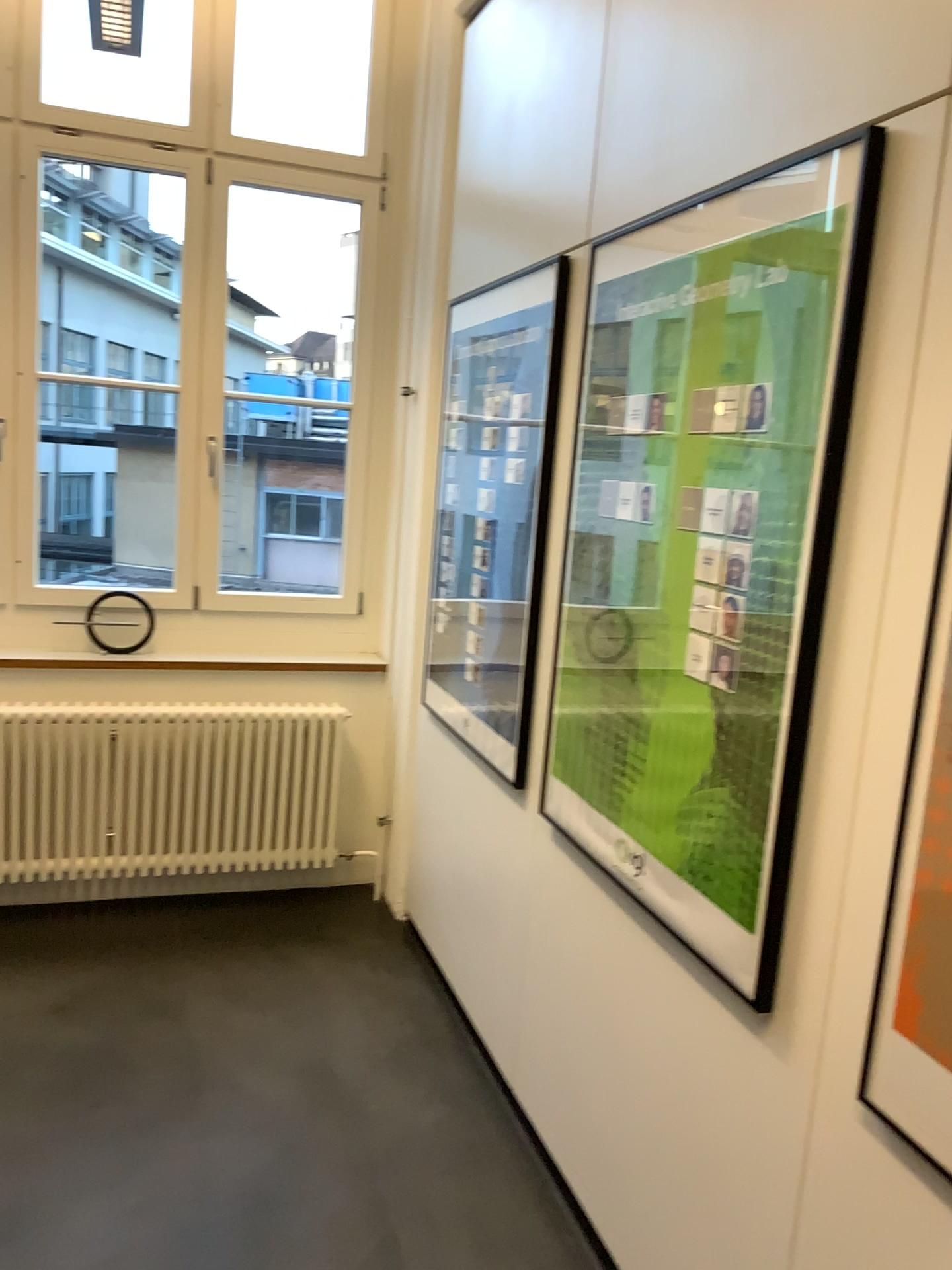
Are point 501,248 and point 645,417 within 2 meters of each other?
yes

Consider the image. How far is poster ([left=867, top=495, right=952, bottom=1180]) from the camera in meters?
1.3

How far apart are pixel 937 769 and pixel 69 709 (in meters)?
2.96

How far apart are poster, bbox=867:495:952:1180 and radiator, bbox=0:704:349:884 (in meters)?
2.61

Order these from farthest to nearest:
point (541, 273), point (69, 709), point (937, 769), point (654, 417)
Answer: point (69, 709)
point (541, 273)
point (654, 417)
point (937, 769)

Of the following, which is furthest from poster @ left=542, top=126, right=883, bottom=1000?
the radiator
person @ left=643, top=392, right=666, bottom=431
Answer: the radiator

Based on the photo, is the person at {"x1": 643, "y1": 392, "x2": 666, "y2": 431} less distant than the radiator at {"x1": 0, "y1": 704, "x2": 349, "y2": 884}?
Yes

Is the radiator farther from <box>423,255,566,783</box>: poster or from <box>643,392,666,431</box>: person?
<box>643,392,666,431</box>: person

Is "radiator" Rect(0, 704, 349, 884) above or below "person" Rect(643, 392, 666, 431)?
below

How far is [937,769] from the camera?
1.3m
